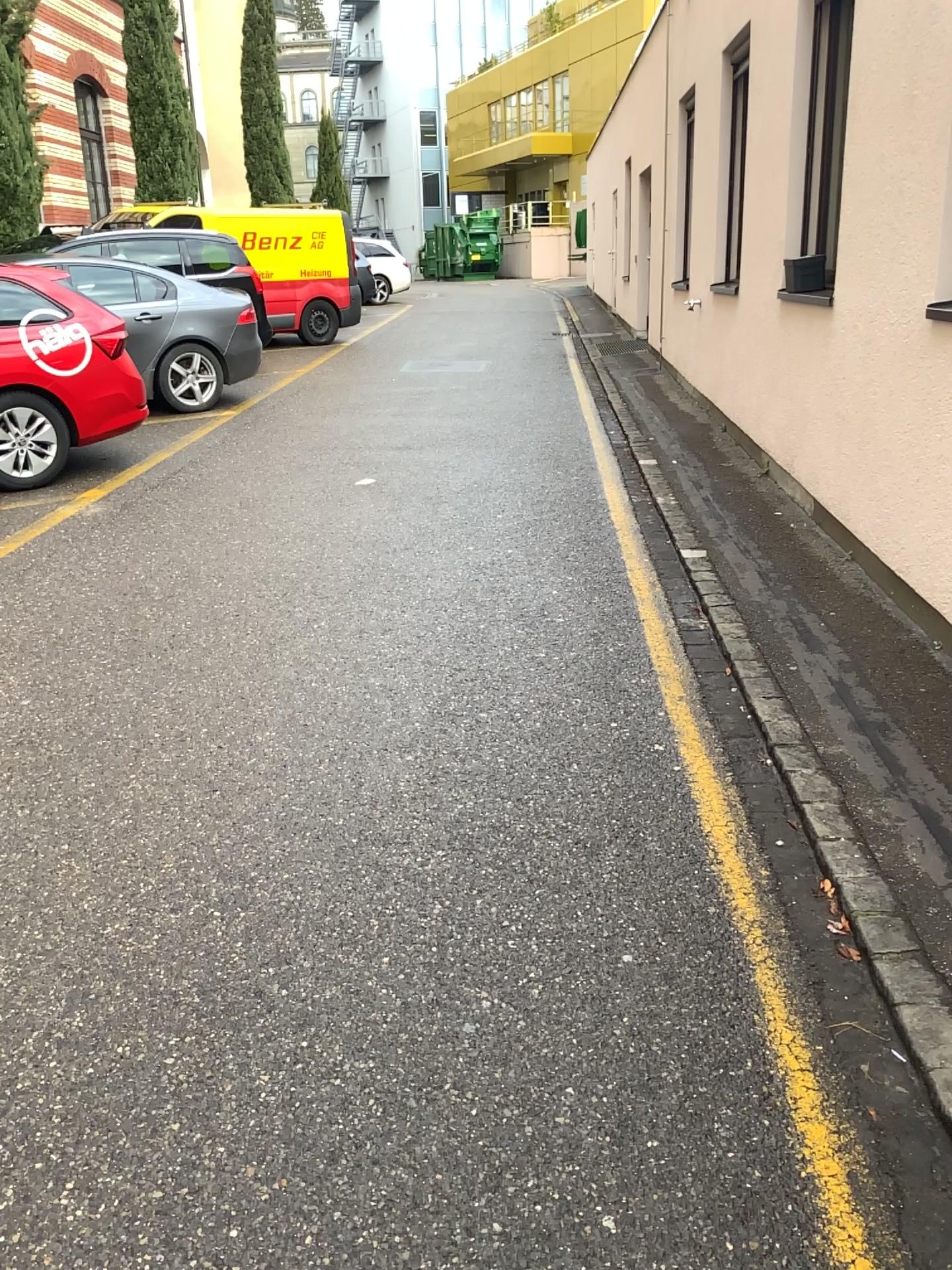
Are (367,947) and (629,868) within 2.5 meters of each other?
yes
